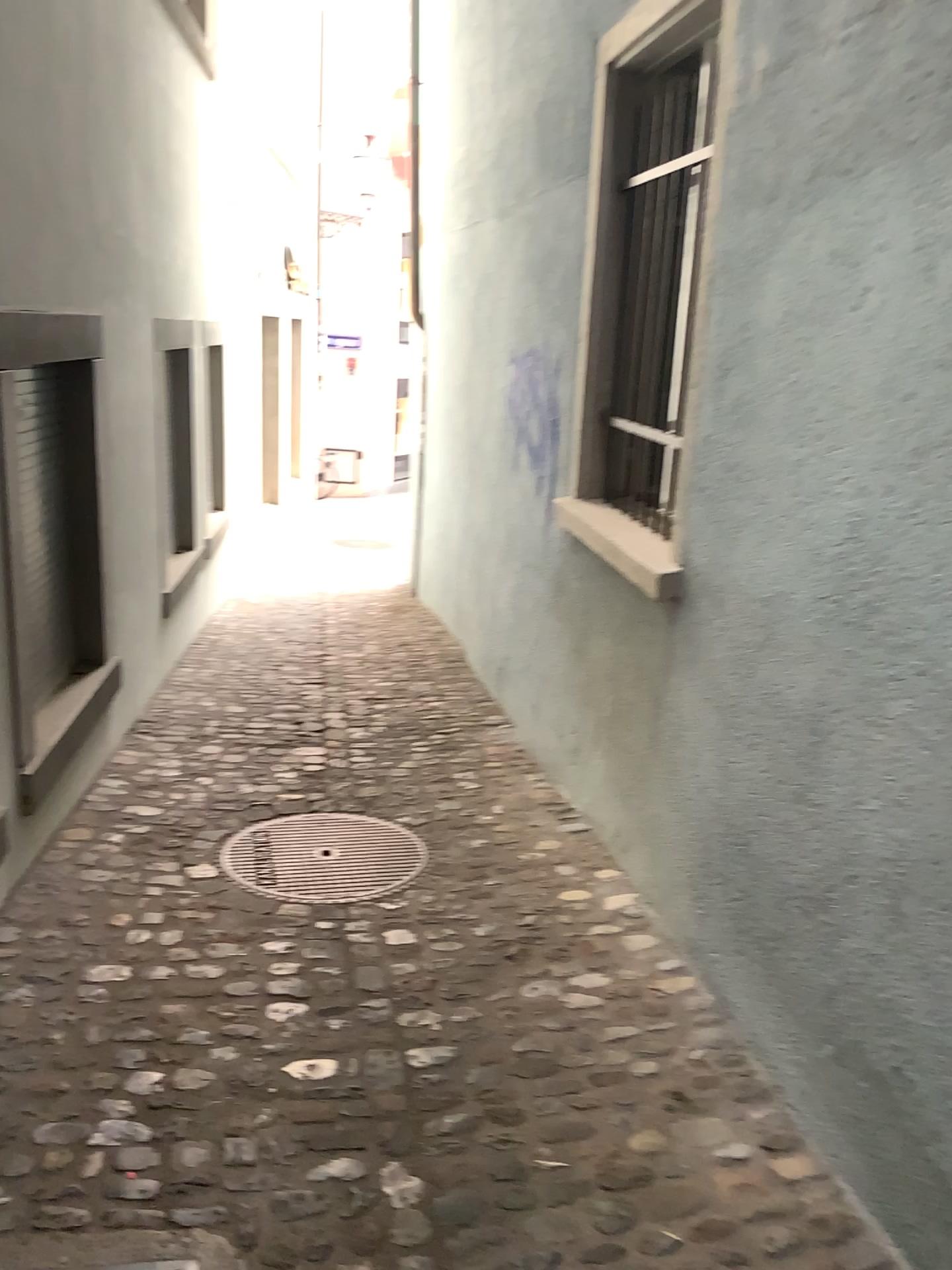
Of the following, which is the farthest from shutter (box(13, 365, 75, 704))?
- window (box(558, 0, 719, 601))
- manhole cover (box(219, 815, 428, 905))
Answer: window (box(558, 0, 719, 601))

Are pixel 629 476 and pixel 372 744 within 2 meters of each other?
yes

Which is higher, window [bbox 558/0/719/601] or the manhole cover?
window [bbox 558/0/719/601]

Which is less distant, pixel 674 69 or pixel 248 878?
pixel 248 878

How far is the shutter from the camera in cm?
345

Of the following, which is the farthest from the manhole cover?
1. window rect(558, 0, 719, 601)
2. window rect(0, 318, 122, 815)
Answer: window rect(558, 0, 719, 601)

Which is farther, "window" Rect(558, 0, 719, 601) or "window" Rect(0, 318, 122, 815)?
"window" Rect(558, 0, 719, 601)

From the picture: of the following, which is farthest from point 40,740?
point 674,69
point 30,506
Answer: point 674,69

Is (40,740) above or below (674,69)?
below

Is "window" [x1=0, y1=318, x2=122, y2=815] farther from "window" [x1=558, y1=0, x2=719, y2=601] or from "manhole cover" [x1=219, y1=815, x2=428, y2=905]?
"window" [x1=558, y1=0, x2=719, y2=601]
